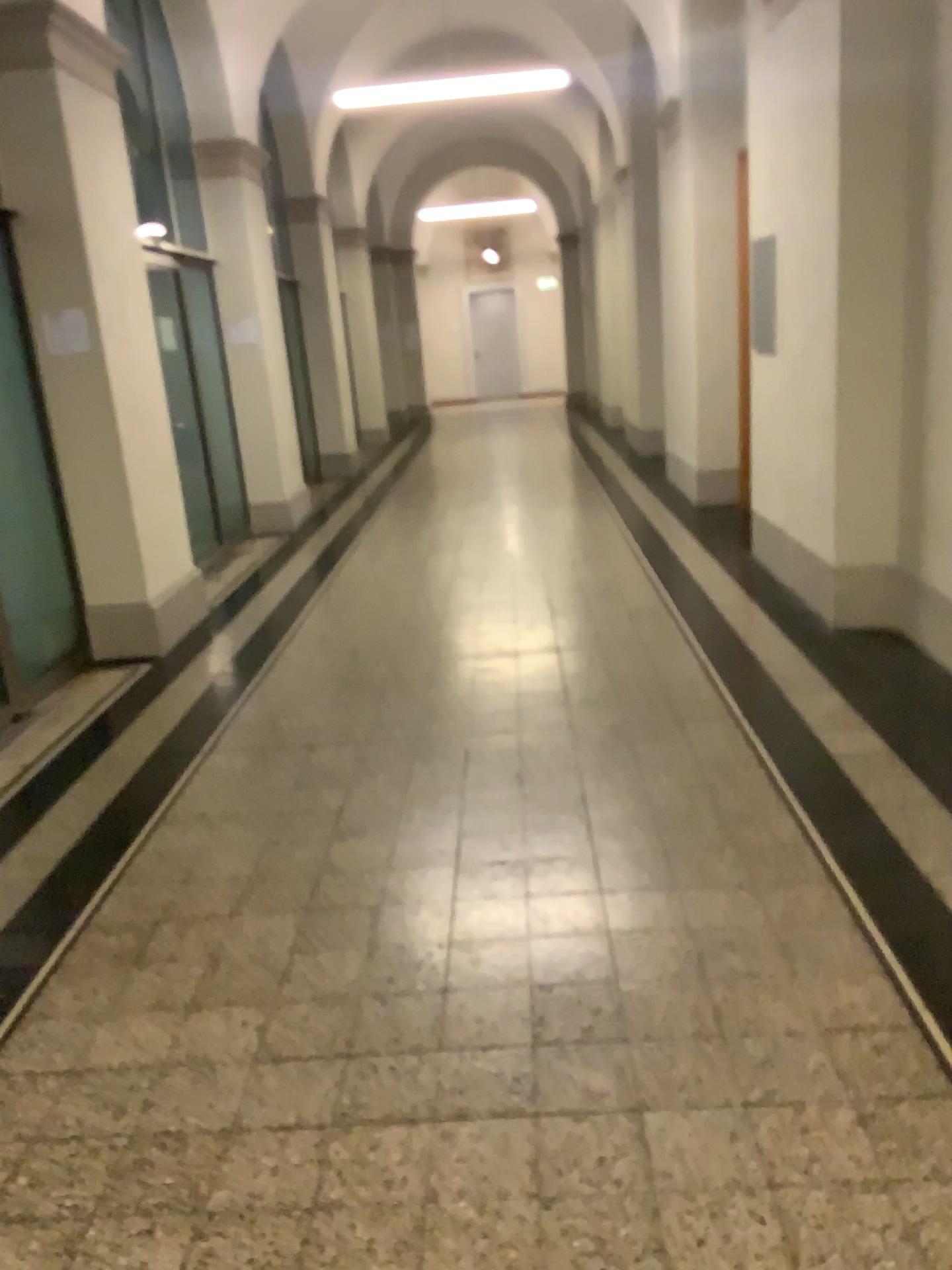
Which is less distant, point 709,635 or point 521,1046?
point 521,1046
